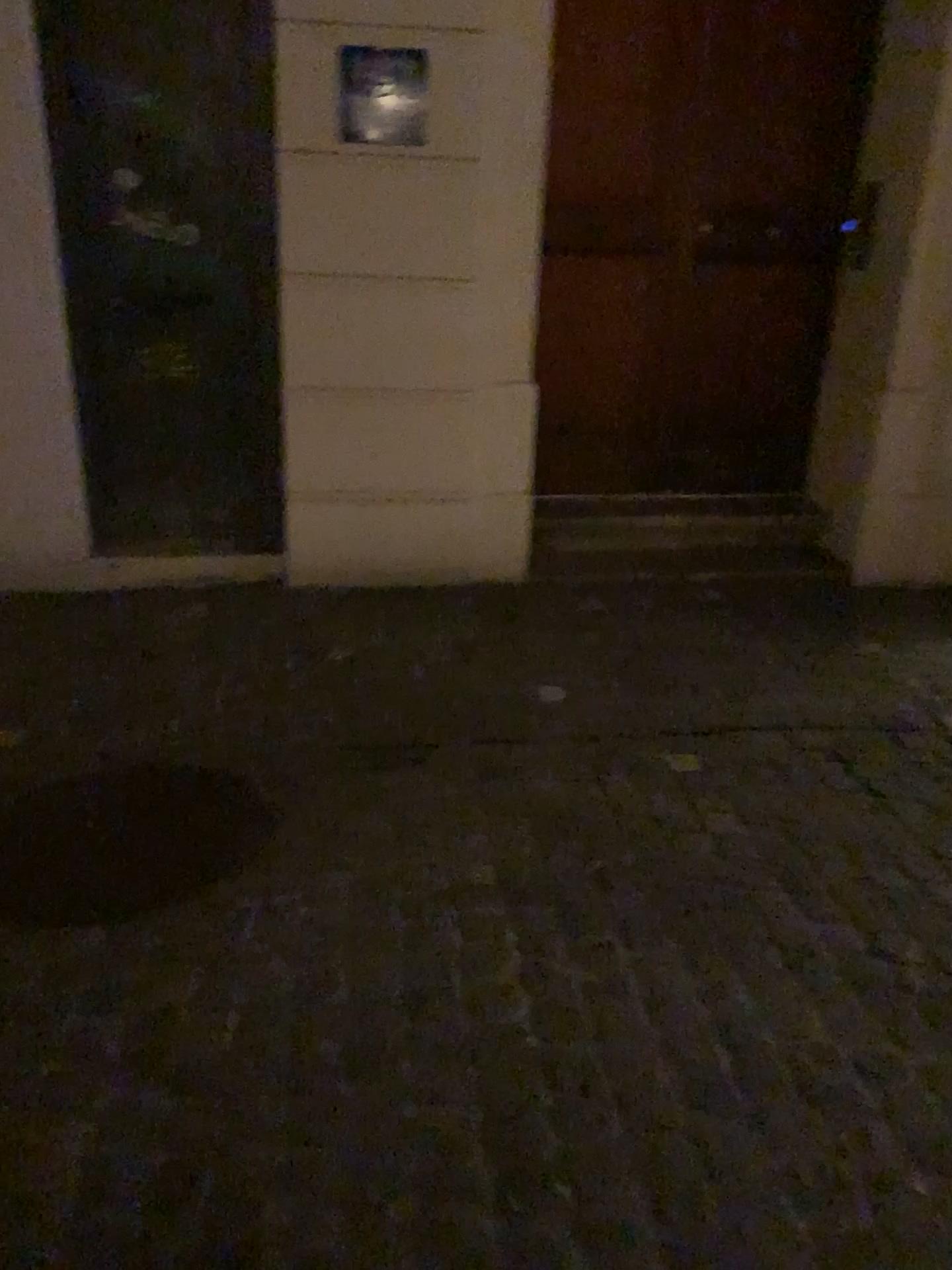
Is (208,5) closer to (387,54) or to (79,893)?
(387,54)

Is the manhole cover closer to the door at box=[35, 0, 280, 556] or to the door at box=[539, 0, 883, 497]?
the door at box=[35, 0, 280, 556]

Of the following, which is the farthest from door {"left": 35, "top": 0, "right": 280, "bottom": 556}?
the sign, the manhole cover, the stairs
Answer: the manhole cover

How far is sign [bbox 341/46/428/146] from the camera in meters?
3.4

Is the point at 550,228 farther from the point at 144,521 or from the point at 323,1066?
the point at 323,1066

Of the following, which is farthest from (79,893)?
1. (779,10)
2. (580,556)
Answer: (779,10)

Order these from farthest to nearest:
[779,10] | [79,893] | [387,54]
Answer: [779,10] → [387,54] → [79,893]

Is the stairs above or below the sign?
below

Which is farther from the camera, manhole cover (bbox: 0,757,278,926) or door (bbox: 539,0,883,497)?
door (bbox: 539,0,883,497)

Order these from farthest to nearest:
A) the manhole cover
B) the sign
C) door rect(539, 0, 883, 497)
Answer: door rect(539, 0, 883, 497), the sign, the manhole cover
